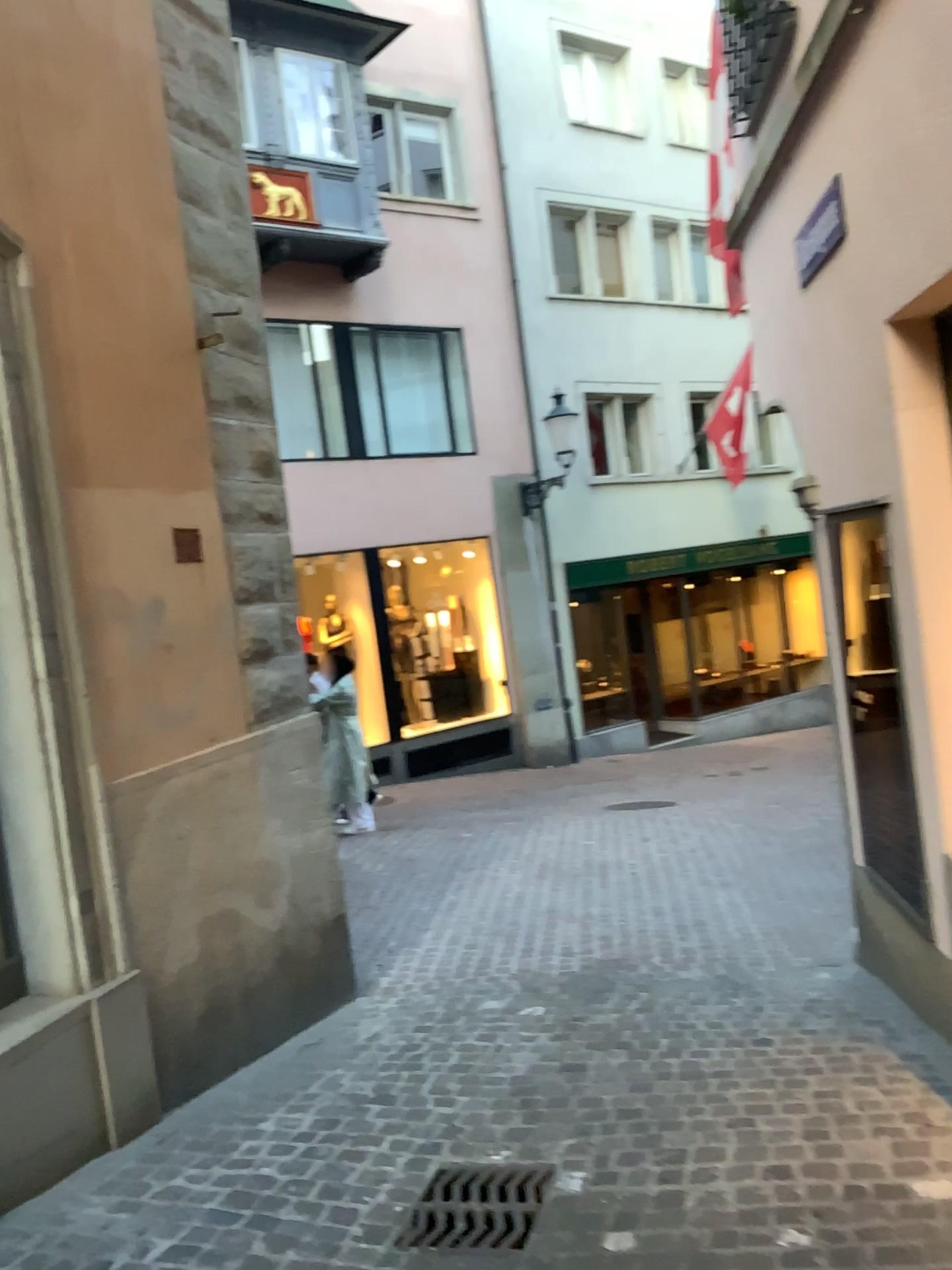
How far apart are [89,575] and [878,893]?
3.24m

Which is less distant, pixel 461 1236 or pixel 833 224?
pixel 461 1236

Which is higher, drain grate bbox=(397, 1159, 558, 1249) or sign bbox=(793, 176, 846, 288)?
sign bbox=(793, 176, 846, 288)

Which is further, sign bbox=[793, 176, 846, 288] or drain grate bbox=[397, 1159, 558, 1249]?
sign bbox=[793, 176, 846, 288]

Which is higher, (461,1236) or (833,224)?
(833,224)

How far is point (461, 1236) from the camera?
2.8 meters

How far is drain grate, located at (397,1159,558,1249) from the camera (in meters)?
2.84
